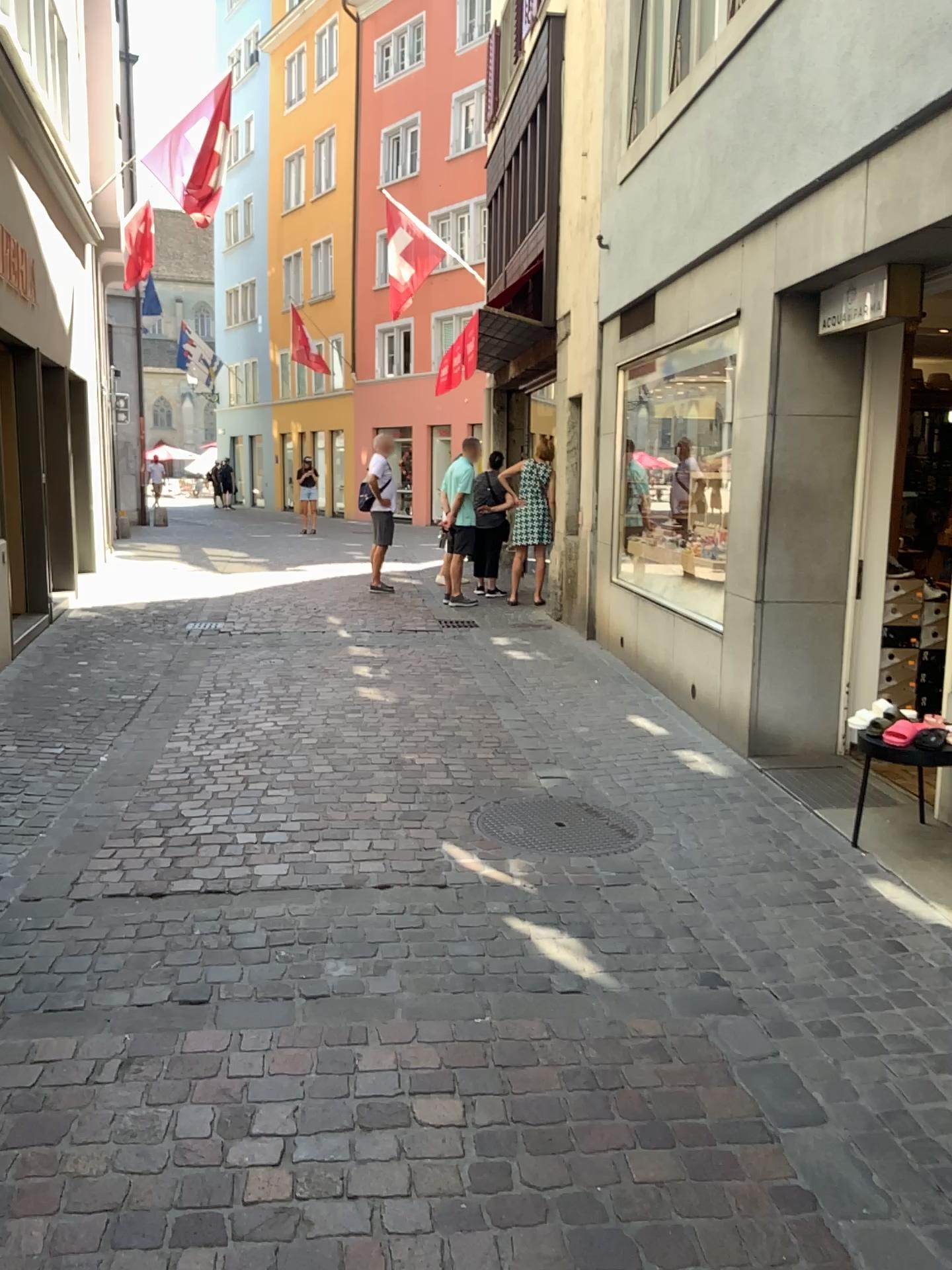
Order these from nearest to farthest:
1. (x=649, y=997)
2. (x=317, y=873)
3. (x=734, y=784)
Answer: (x=649, y=997), (x=317, y=873), (x=734, y=784)
